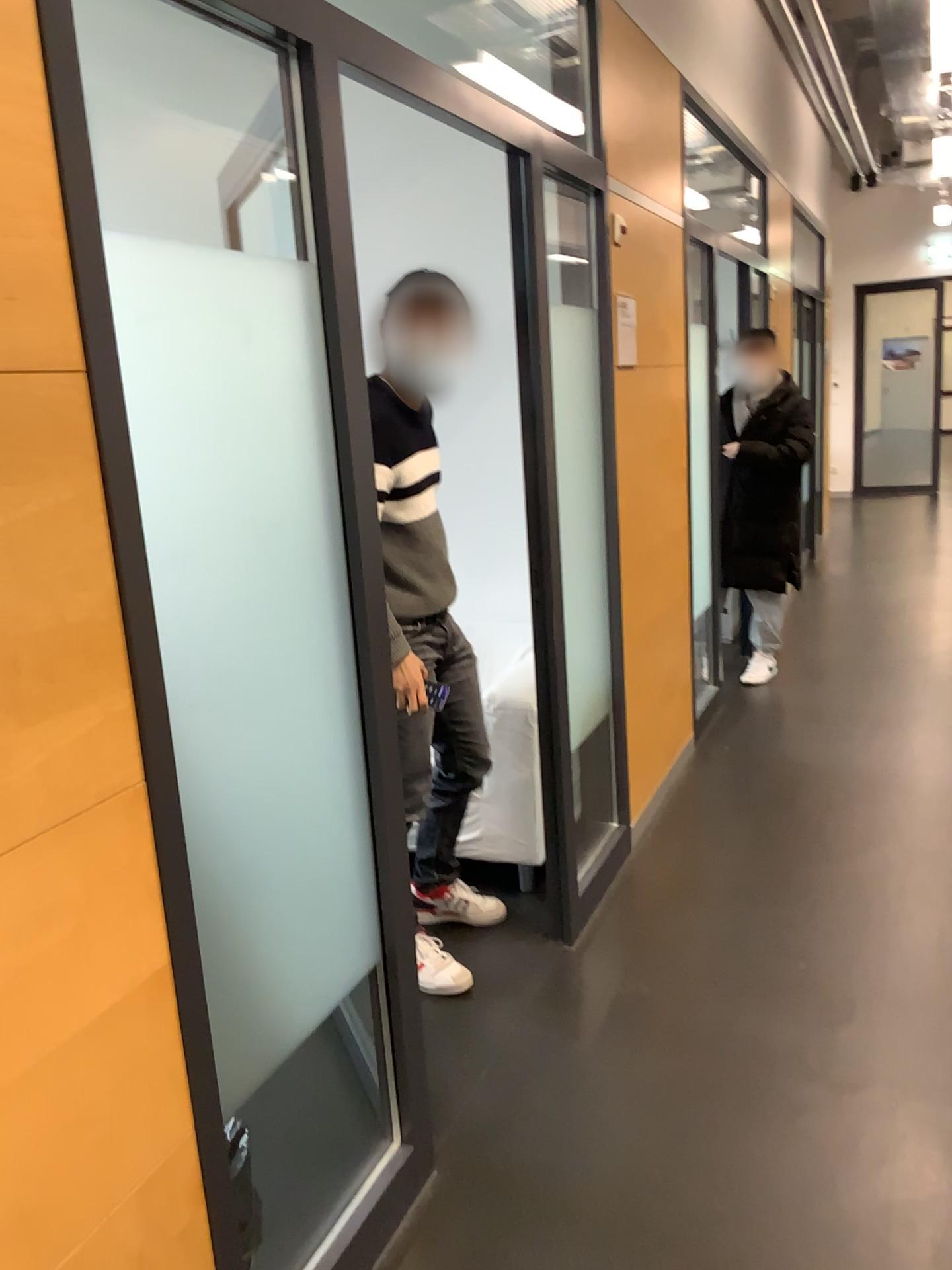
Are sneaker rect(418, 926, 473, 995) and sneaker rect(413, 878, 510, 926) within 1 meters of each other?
yes

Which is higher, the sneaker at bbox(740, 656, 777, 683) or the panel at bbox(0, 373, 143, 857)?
the panel at bbox(0, 373, 143, 857)

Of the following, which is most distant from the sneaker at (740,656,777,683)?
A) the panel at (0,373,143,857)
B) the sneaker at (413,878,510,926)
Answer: the panel at (0,373,143,857)

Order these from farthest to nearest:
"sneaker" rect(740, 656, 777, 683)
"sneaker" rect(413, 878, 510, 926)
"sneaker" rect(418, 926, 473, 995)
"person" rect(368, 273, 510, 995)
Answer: "sneaker" rect(740, 656, 777, 683) → "sneaker" rect(413, 878, 510, 926) → "sneaker" rect(418, 926, 473, 995) → "person" rect(368, 273, 510, 995)

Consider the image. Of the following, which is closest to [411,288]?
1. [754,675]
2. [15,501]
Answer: [15,501]

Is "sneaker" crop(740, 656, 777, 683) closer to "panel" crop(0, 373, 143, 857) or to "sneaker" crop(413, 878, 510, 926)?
"sneaker" crop(413, 878, 510, 926)

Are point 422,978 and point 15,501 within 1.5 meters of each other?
no

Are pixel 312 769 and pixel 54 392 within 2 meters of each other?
yes

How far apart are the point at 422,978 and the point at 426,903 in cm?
35

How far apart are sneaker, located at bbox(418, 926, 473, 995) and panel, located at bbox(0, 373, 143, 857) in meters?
1.6 m
